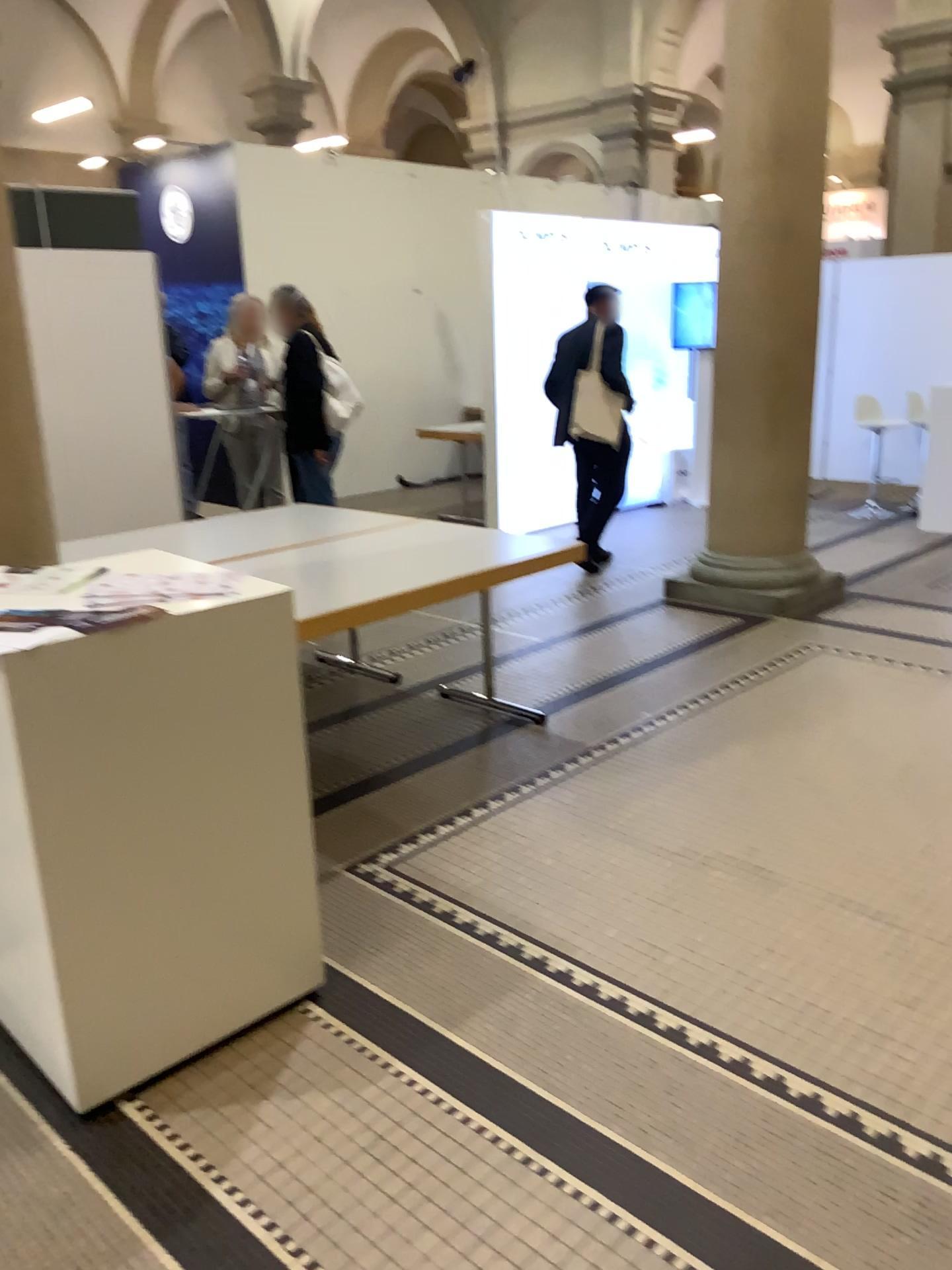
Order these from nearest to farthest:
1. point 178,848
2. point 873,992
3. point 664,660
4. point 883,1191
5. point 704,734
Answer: point 883,1191, point 178,848, point 873,992, point 704,734, point 664,660
